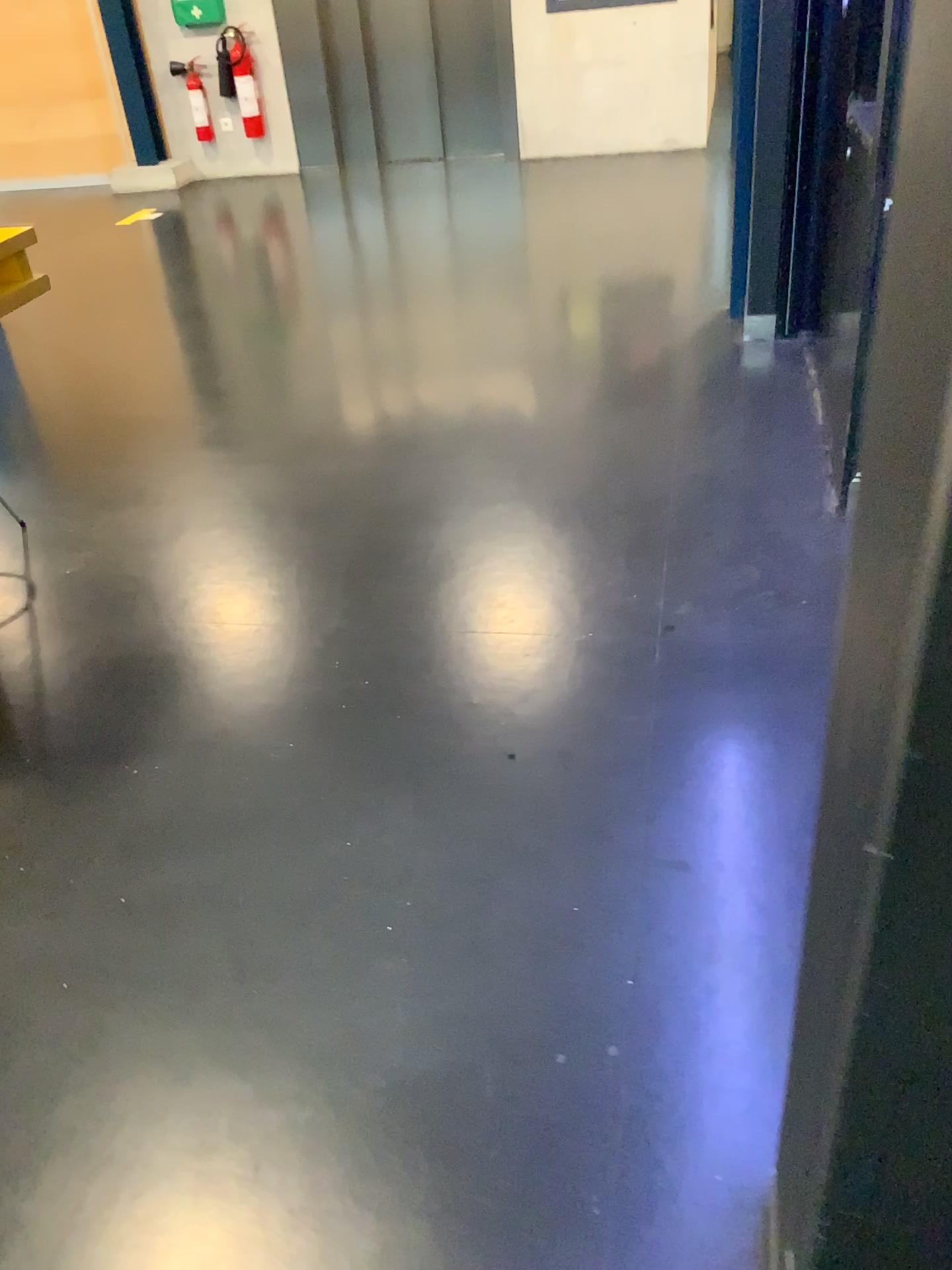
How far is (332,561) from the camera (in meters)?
2.68
